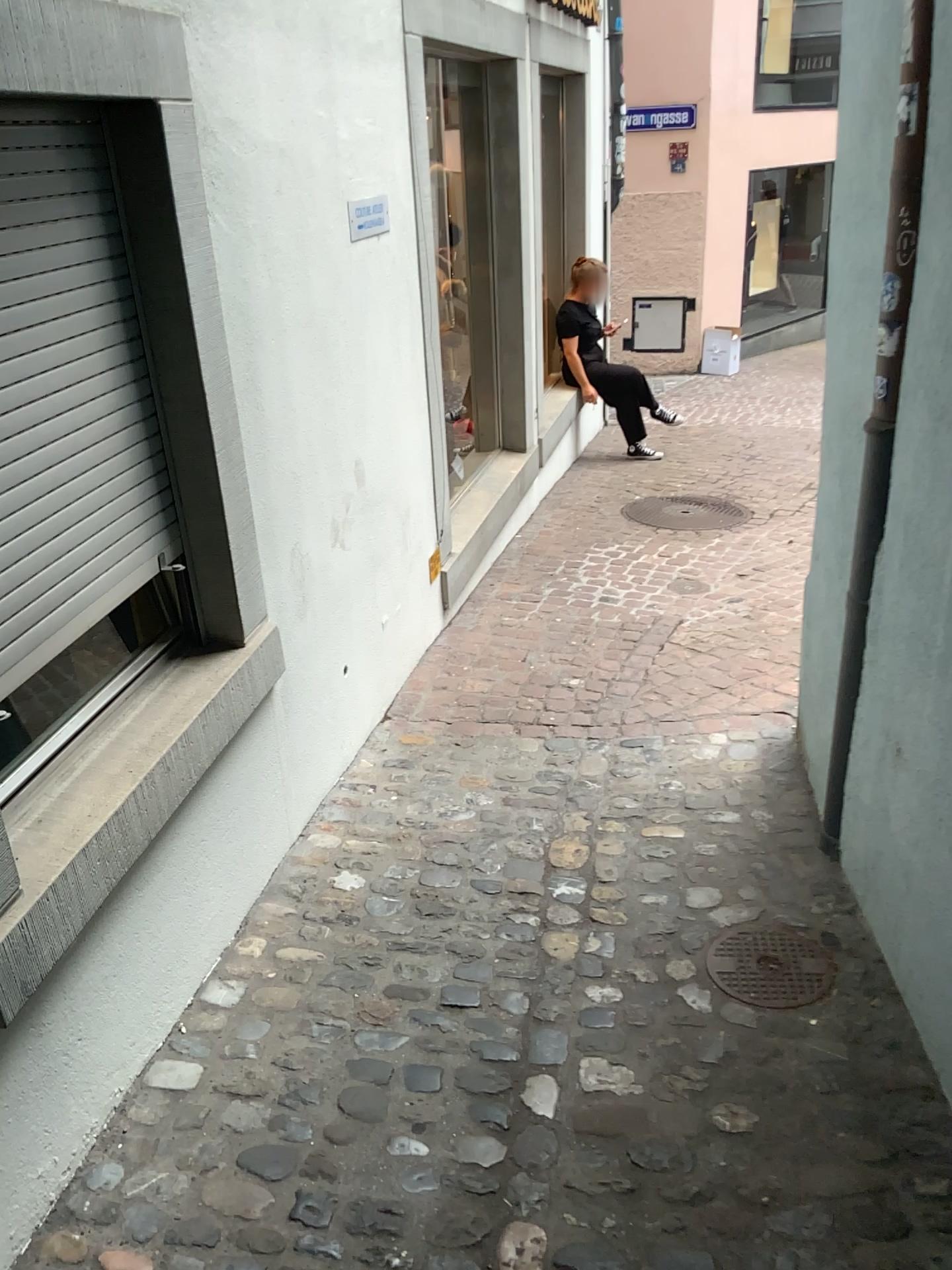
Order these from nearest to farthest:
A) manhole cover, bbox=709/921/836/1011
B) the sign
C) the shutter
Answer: the shutter, manhole cover, bbox=709/921/836/1011, the sign

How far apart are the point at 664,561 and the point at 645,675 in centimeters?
132cm

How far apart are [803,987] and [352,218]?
2.4m

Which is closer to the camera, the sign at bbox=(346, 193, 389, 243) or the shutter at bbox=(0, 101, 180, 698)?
the shutter at bbox=(0, 101, 180, 698)

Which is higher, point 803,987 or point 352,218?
point 352,218

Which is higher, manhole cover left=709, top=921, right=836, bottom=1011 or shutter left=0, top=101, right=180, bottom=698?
shutter left=0, top=101, right=180, bottom=698

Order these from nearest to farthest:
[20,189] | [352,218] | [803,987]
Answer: [20,189] < [803,987] < [352,218]

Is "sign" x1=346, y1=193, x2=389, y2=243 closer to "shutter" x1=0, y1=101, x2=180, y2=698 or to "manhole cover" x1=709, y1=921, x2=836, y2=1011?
"shutter" x1=0, y1=101, x2=180, y2=698

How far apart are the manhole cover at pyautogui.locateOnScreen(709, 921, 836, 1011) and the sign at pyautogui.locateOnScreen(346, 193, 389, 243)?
2.2m

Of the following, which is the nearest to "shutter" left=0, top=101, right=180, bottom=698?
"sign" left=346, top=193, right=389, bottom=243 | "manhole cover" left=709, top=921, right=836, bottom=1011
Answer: "sign" left=346, top=193, right=389, bottom=243
